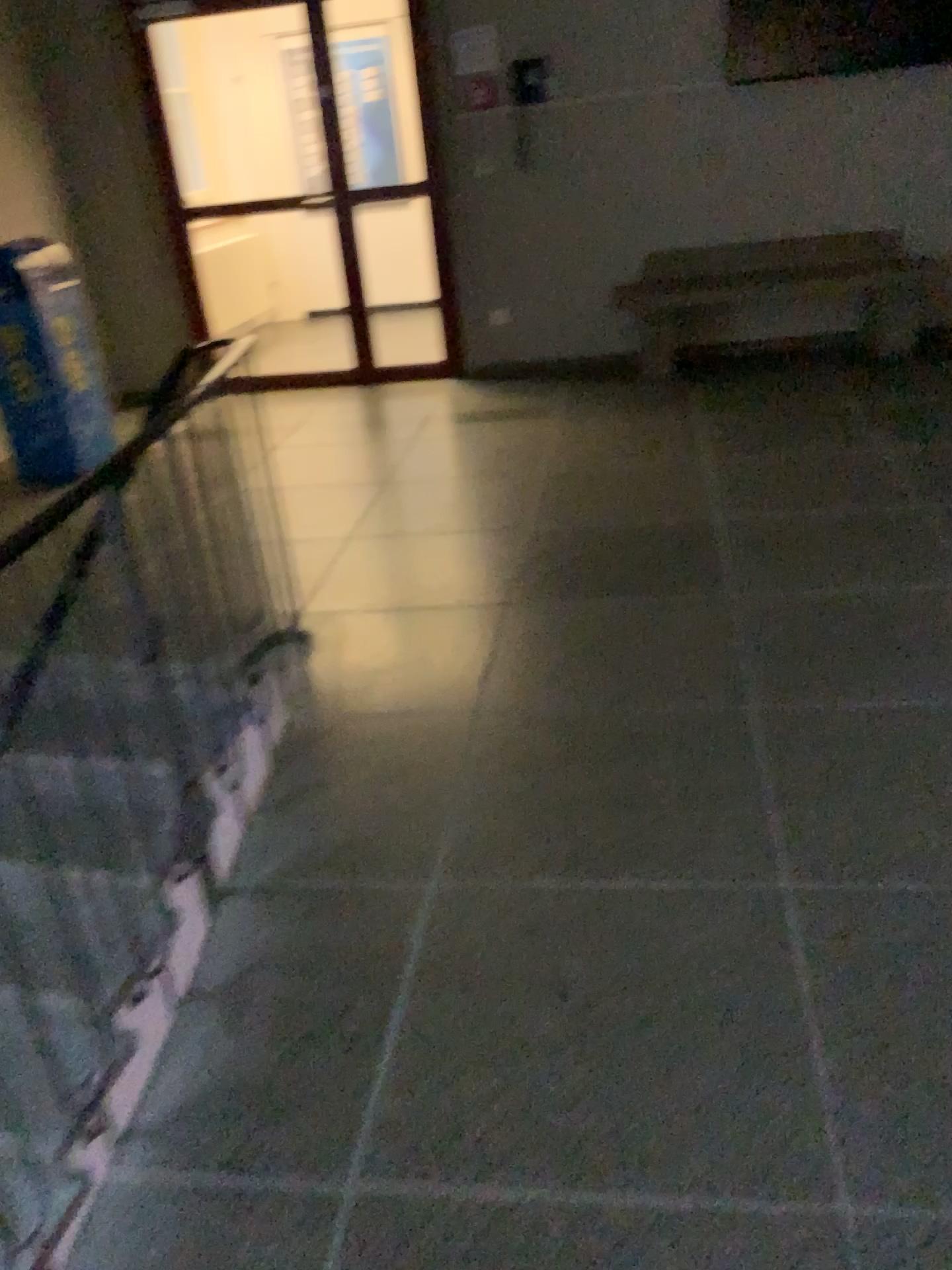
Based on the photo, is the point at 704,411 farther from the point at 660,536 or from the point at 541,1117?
the point at 541,1117
